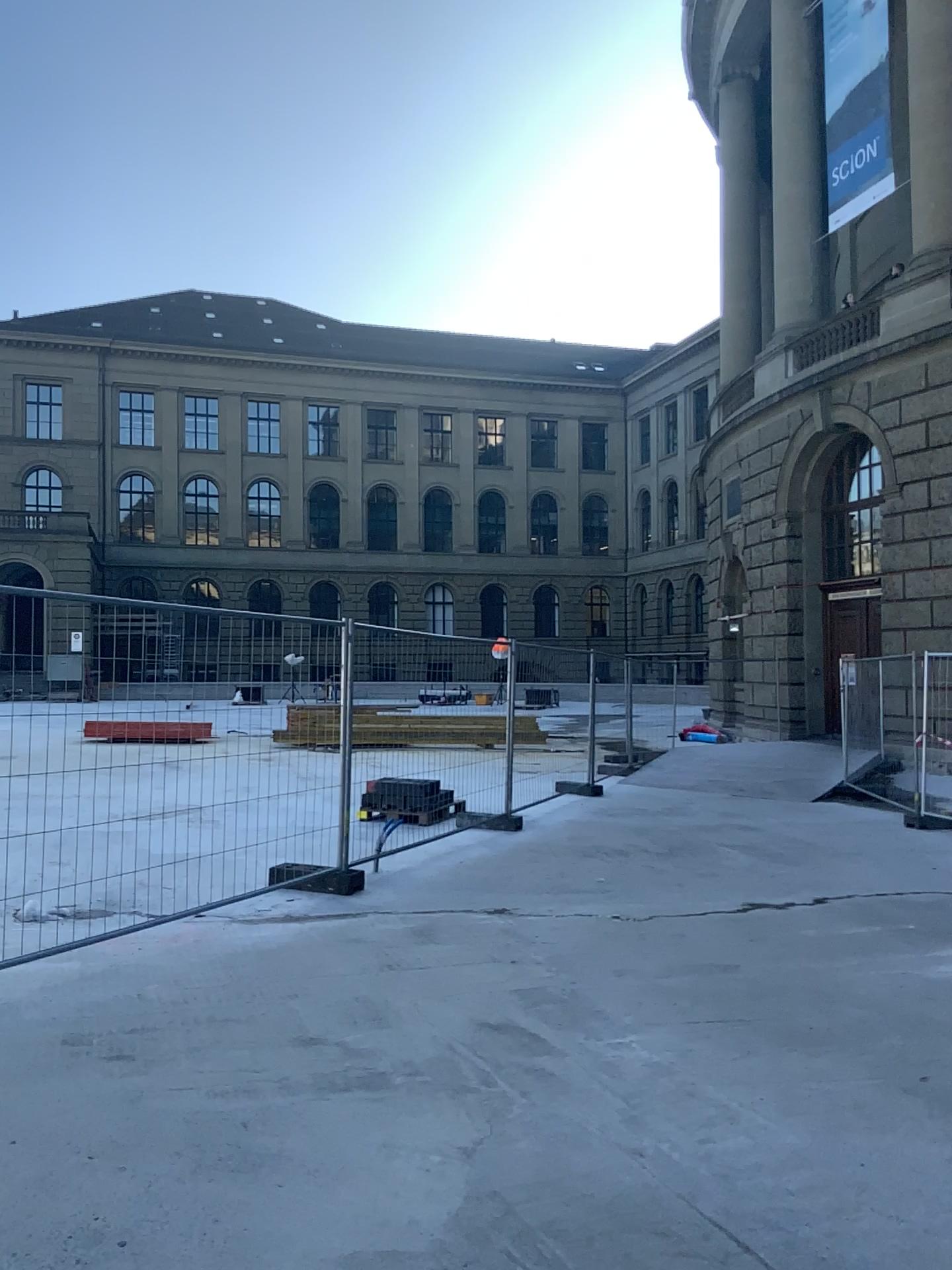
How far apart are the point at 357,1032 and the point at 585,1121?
1.2m
